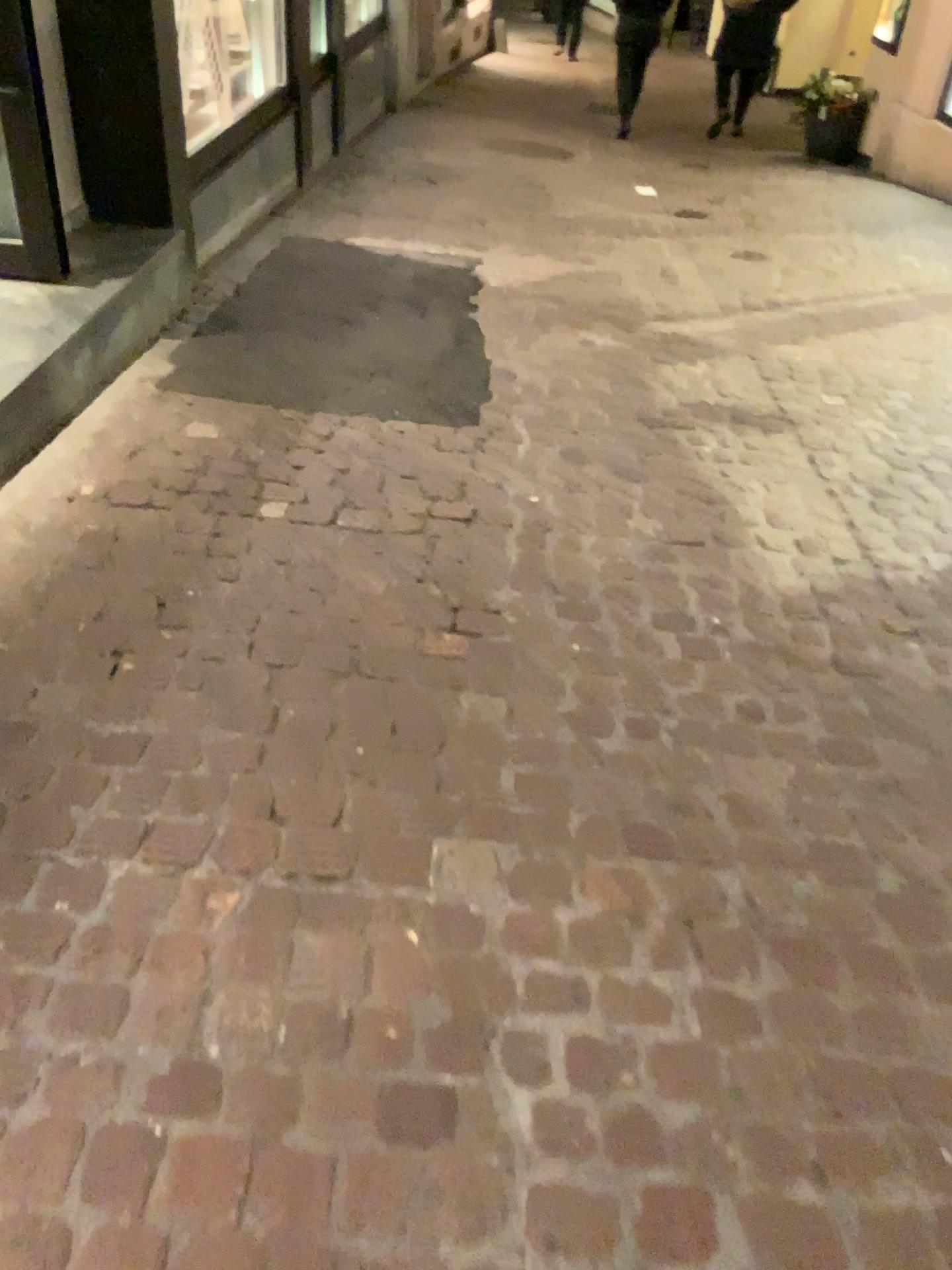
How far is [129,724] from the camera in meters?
1.8

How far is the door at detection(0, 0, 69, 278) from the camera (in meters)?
2.95

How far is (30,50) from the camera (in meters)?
2.95
